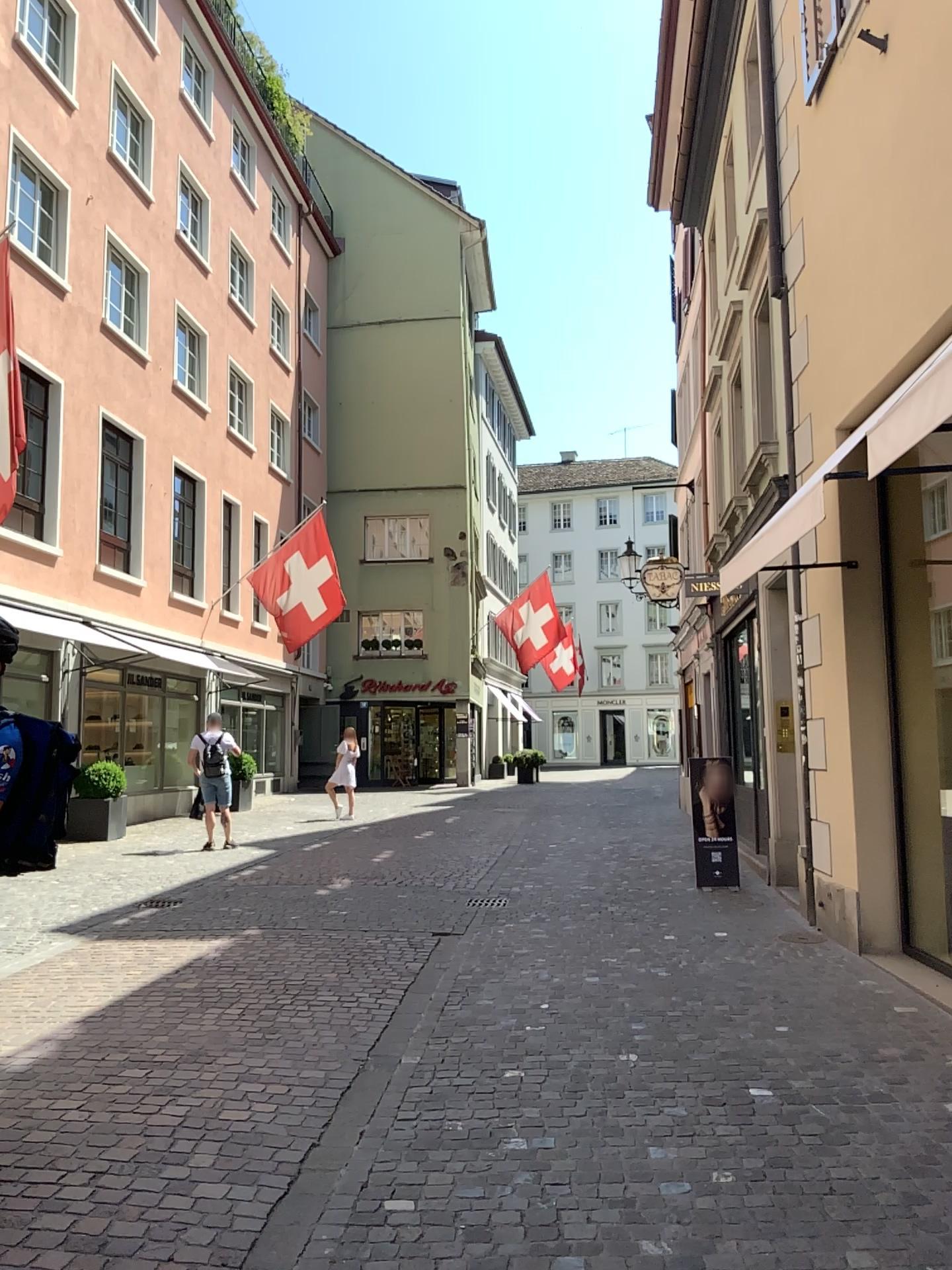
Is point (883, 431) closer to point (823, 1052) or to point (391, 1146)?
point (823, 1052)
